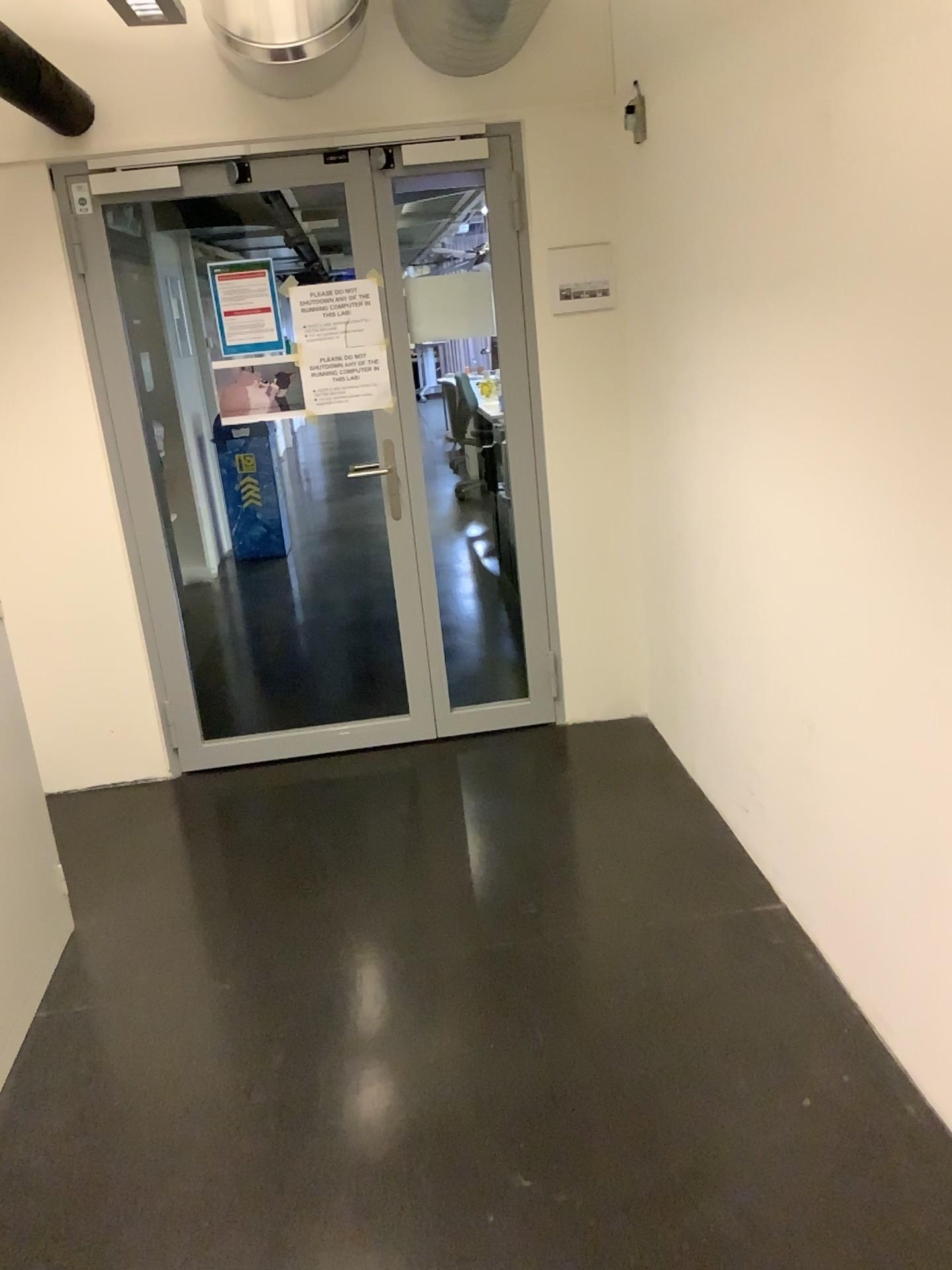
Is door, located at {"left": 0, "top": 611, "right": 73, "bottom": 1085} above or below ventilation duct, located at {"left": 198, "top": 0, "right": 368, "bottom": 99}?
below

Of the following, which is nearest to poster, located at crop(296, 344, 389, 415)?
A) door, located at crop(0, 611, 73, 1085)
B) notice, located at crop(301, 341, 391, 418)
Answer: notice, located at crop(301, 341, 391, 418)

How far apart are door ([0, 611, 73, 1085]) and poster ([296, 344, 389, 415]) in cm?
151

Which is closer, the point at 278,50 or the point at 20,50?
the point at 20,50

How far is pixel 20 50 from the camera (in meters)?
2.71

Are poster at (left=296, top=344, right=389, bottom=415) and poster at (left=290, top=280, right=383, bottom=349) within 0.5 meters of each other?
yes

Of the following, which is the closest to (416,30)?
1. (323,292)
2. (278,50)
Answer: (278,50)

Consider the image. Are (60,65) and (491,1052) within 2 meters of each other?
no

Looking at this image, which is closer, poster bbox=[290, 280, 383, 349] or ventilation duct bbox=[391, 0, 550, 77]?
ventilation duct bbox=[391, 0, 550, 77]

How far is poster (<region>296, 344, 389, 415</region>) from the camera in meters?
3.6 m
